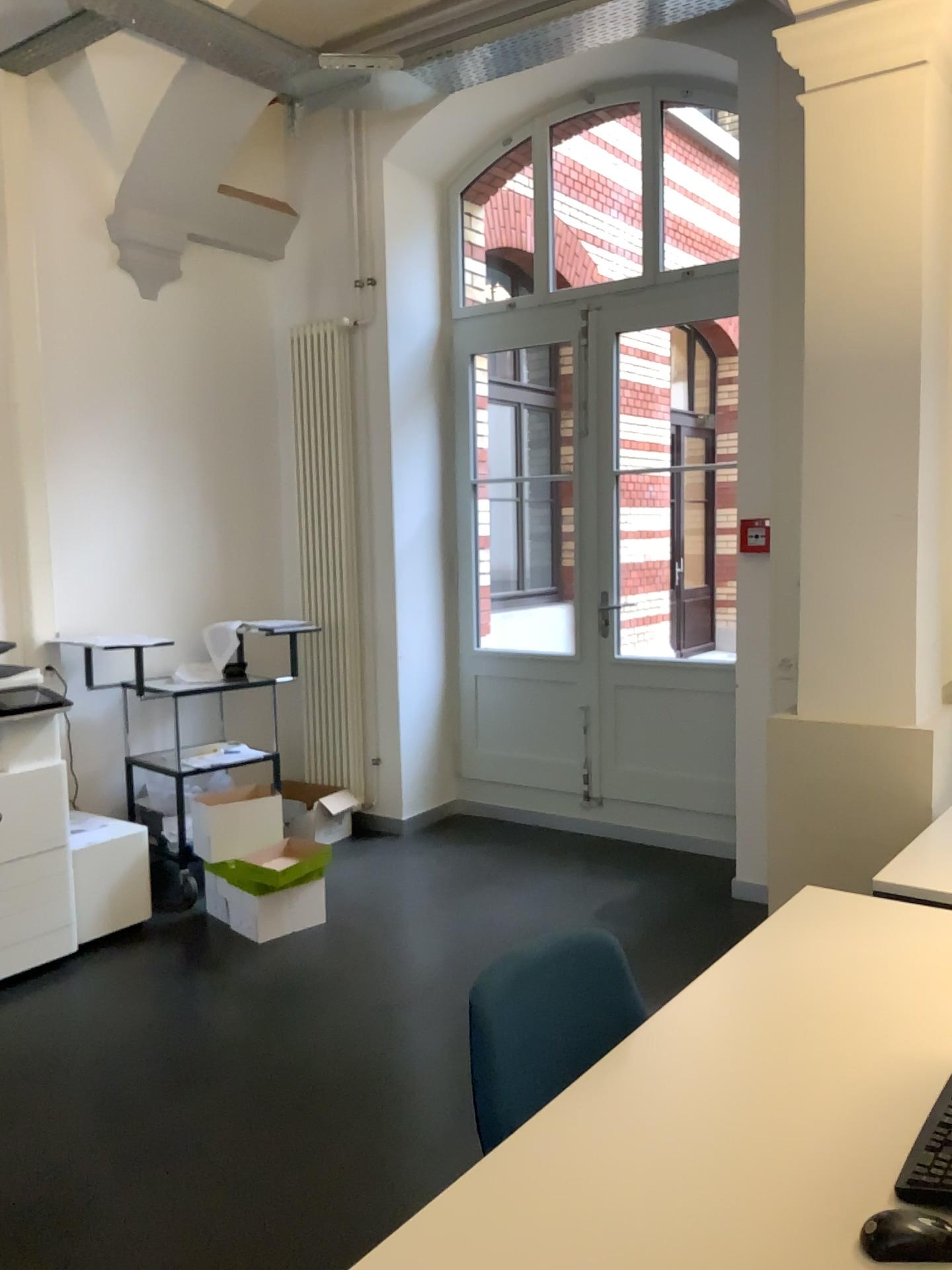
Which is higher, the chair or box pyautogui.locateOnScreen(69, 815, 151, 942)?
the chair

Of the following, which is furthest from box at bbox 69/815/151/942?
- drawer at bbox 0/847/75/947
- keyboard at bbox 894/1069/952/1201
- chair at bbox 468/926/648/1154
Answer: keyboard at bbox 894/1069/952/1201

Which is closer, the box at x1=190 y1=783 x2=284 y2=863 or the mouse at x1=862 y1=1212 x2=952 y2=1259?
the mouse at x1=862 y1=1212 x2=952 y2=1259

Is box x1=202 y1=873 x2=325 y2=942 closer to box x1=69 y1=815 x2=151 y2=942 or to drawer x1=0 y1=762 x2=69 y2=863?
box x1=69 y1=815 x2=151 y2=942

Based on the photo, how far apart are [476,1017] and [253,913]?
2.7 meters

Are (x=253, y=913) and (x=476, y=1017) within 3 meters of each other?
yes

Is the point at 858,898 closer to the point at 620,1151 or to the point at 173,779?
the point at 620,1151

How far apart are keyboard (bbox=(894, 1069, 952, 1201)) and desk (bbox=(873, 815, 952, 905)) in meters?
0.9

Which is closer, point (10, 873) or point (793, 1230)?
point (793, 1230)

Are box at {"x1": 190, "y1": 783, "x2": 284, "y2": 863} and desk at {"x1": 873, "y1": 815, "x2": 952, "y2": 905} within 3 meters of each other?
yes
